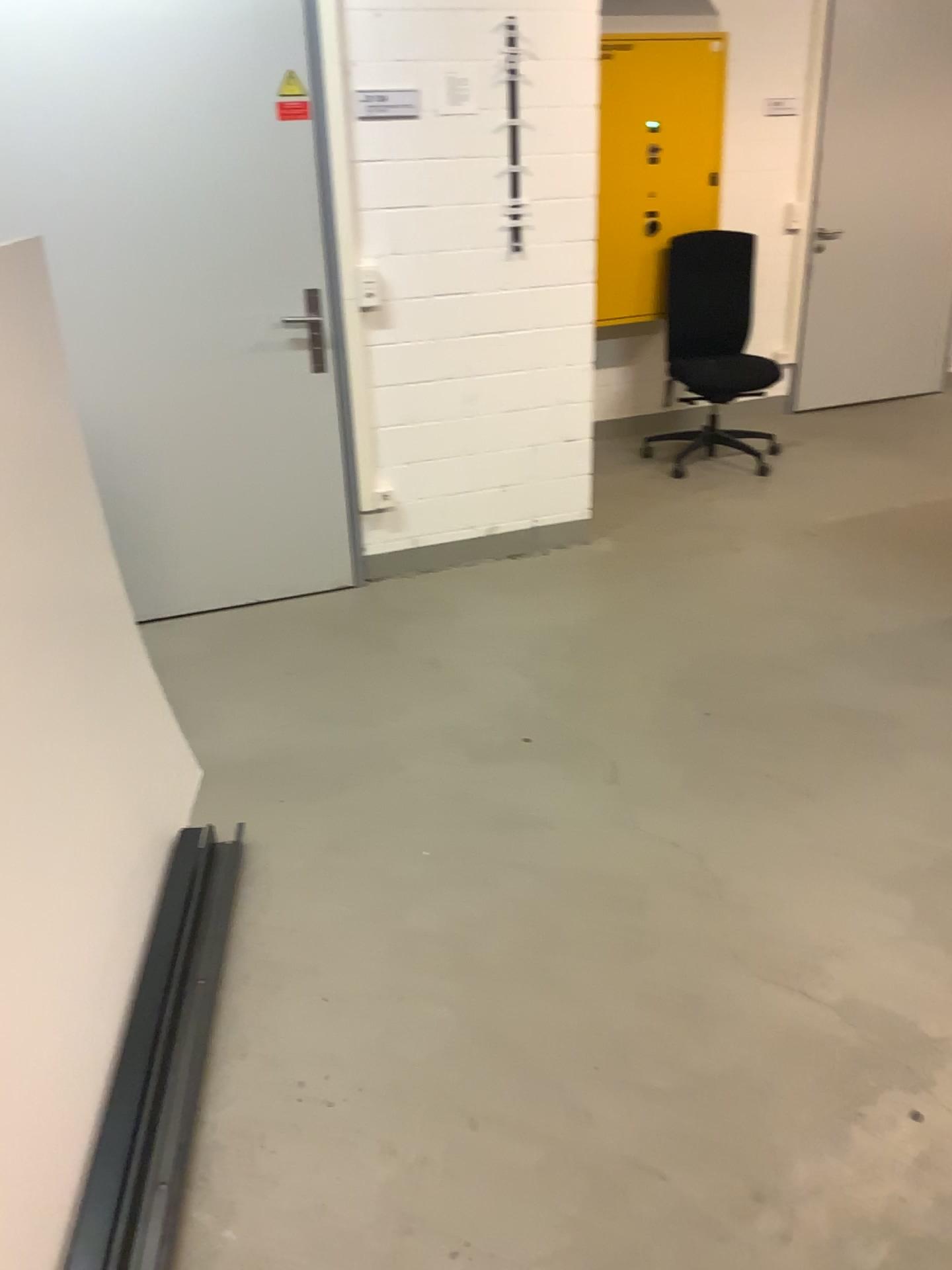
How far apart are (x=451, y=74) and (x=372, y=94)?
0.29m

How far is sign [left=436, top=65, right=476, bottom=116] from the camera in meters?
3.5 m

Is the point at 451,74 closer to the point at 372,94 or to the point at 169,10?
the point at 372,94

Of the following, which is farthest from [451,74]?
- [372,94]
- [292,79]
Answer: [292,79]

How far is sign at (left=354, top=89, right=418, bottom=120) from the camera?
3.5m

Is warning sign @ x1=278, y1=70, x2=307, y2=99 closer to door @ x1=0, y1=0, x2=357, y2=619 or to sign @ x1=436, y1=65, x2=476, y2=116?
door @ x1=0, y1=0, x2=357, y2=619

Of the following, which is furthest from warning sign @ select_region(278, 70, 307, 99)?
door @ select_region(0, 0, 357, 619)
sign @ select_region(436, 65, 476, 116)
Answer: sign @ select_region(436, 65, 476, 116)

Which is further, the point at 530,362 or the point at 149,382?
the point at 530,362

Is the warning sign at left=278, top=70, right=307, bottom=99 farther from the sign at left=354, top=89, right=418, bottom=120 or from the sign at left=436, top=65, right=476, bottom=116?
the sign at left=436, top=65, right=476, bottom=116

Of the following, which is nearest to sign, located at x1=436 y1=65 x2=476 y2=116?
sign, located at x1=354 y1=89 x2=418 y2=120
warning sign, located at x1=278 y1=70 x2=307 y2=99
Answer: sign, located at x1=354 y1=89 x2=418 y2=120
